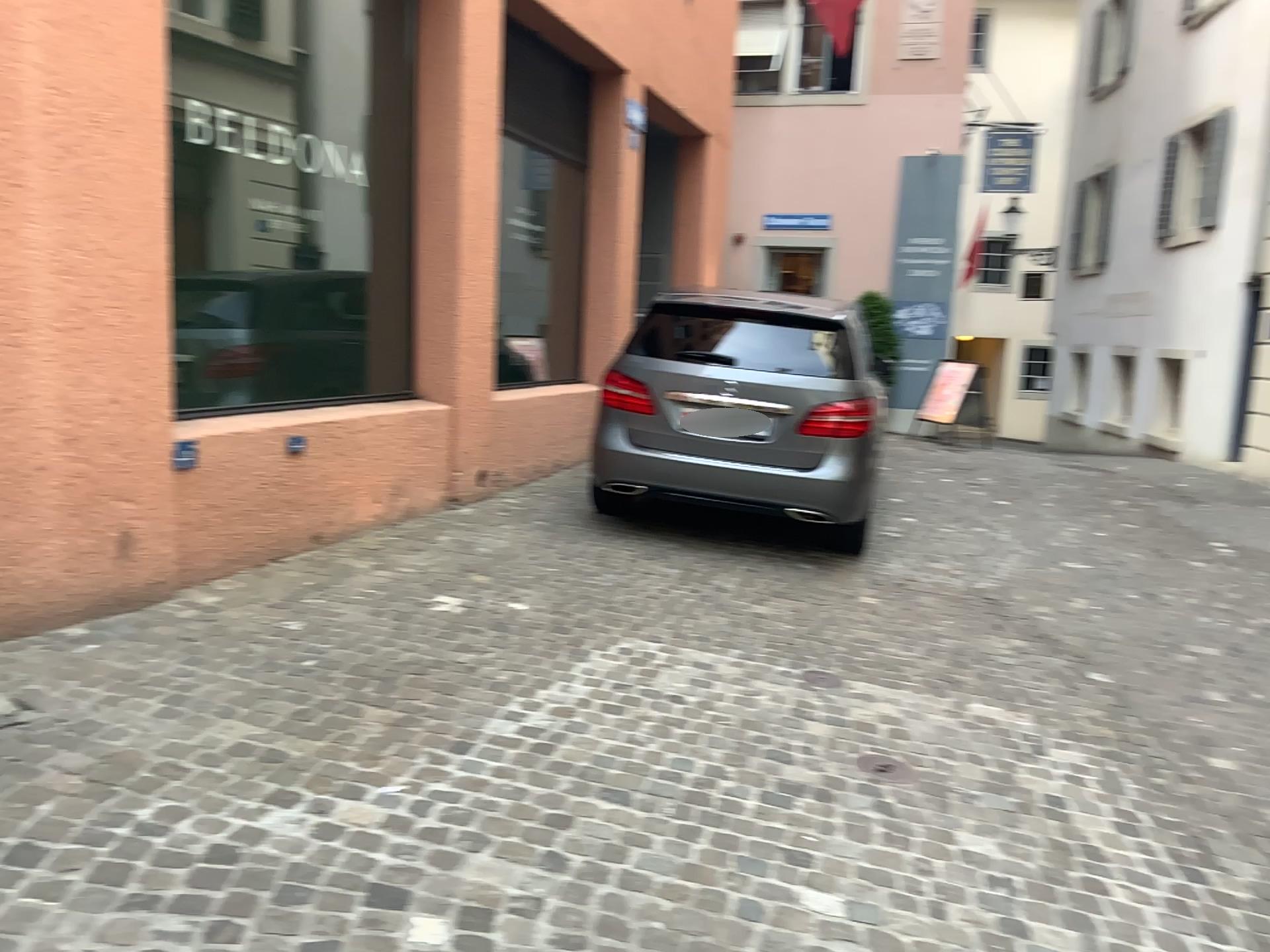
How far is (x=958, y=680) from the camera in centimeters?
445cm
